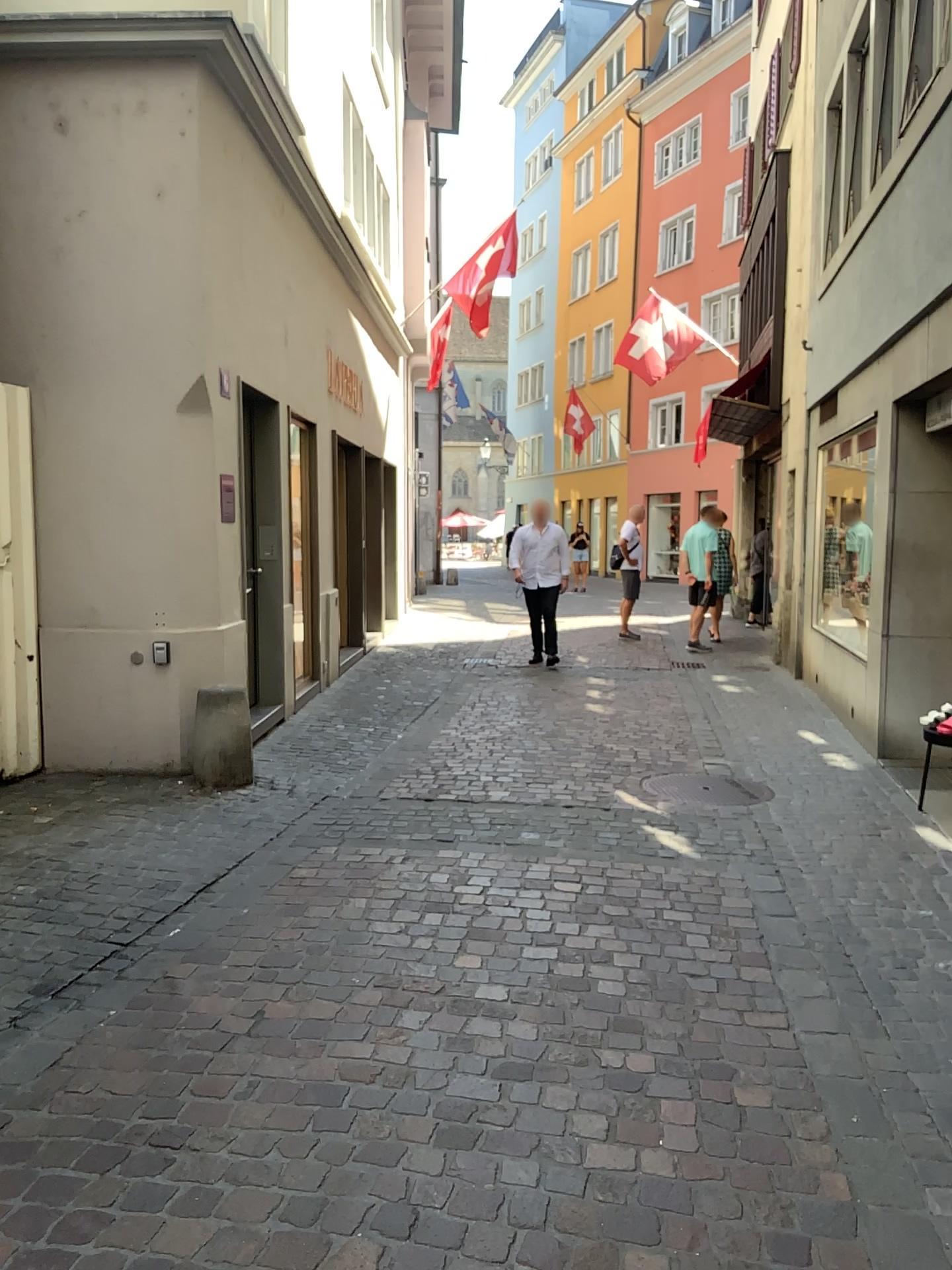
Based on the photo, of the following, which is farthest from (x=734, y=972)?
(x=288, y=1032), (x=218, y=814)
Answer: (x=218, y=814)
